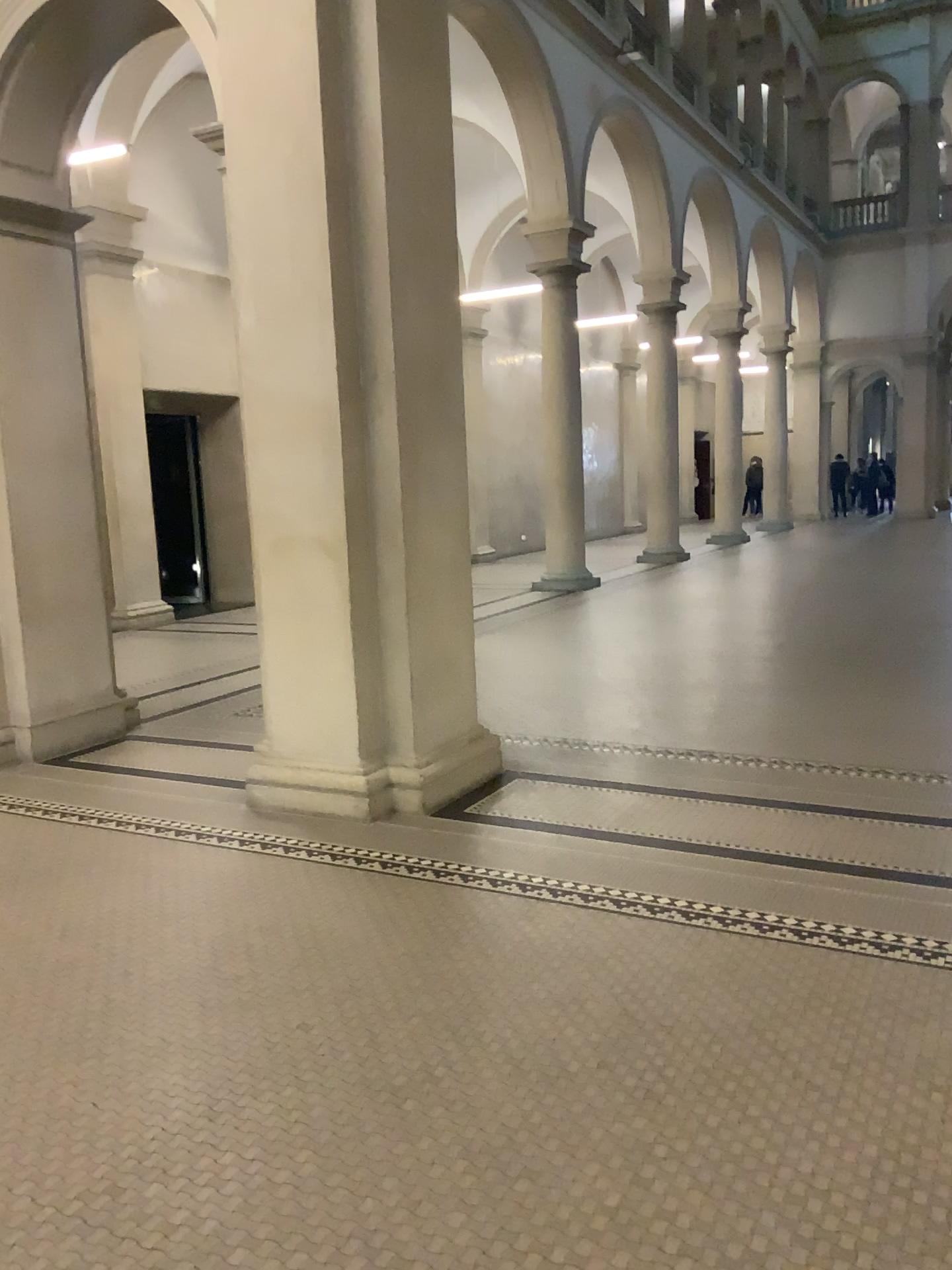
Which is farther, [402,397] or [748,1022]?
[402,397]

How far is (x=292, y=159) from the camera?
4.7m

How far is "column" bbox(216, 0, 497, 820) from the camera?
4.7 meters
